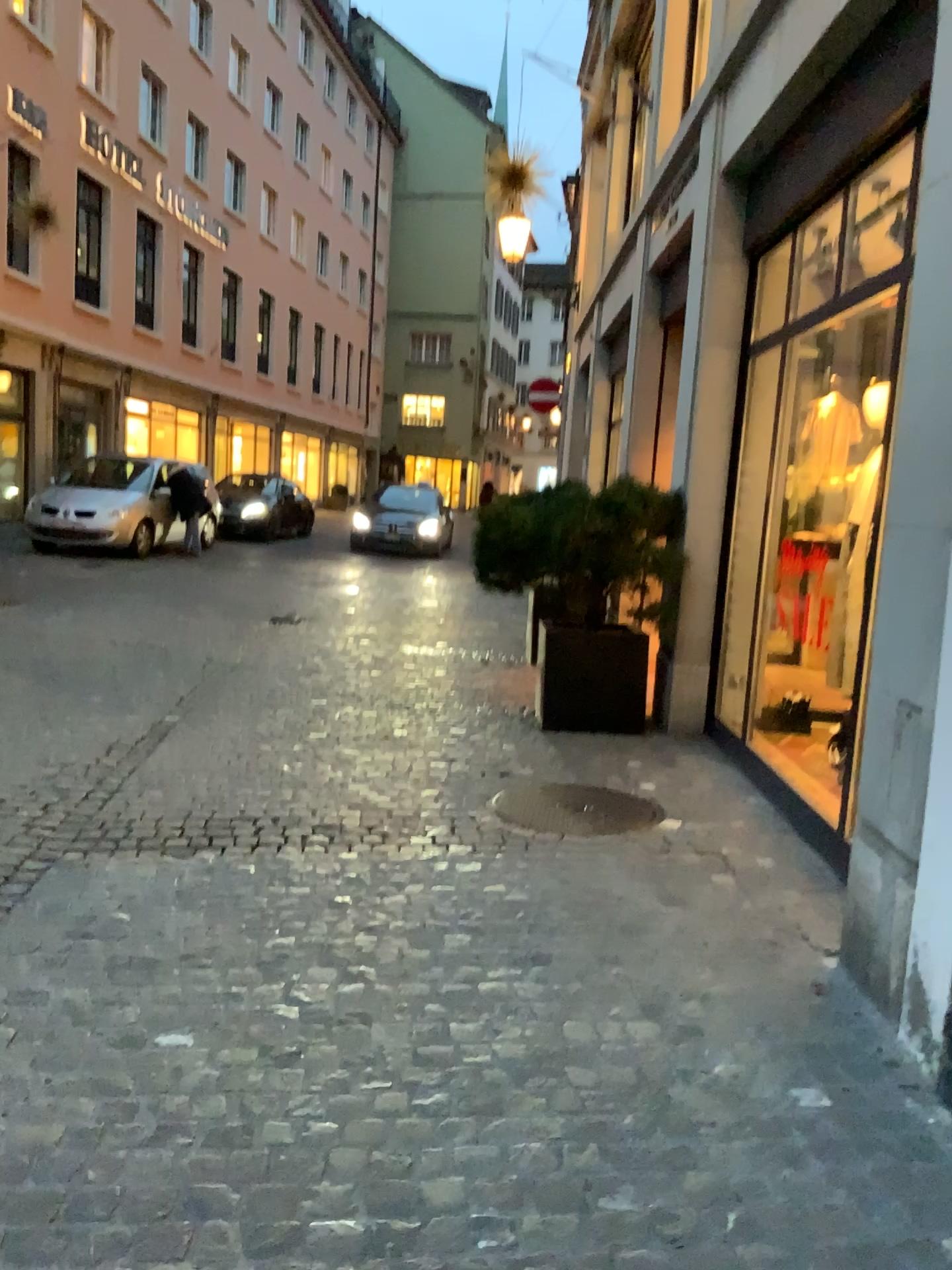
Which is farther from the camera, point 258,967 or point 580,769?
point 580,769
